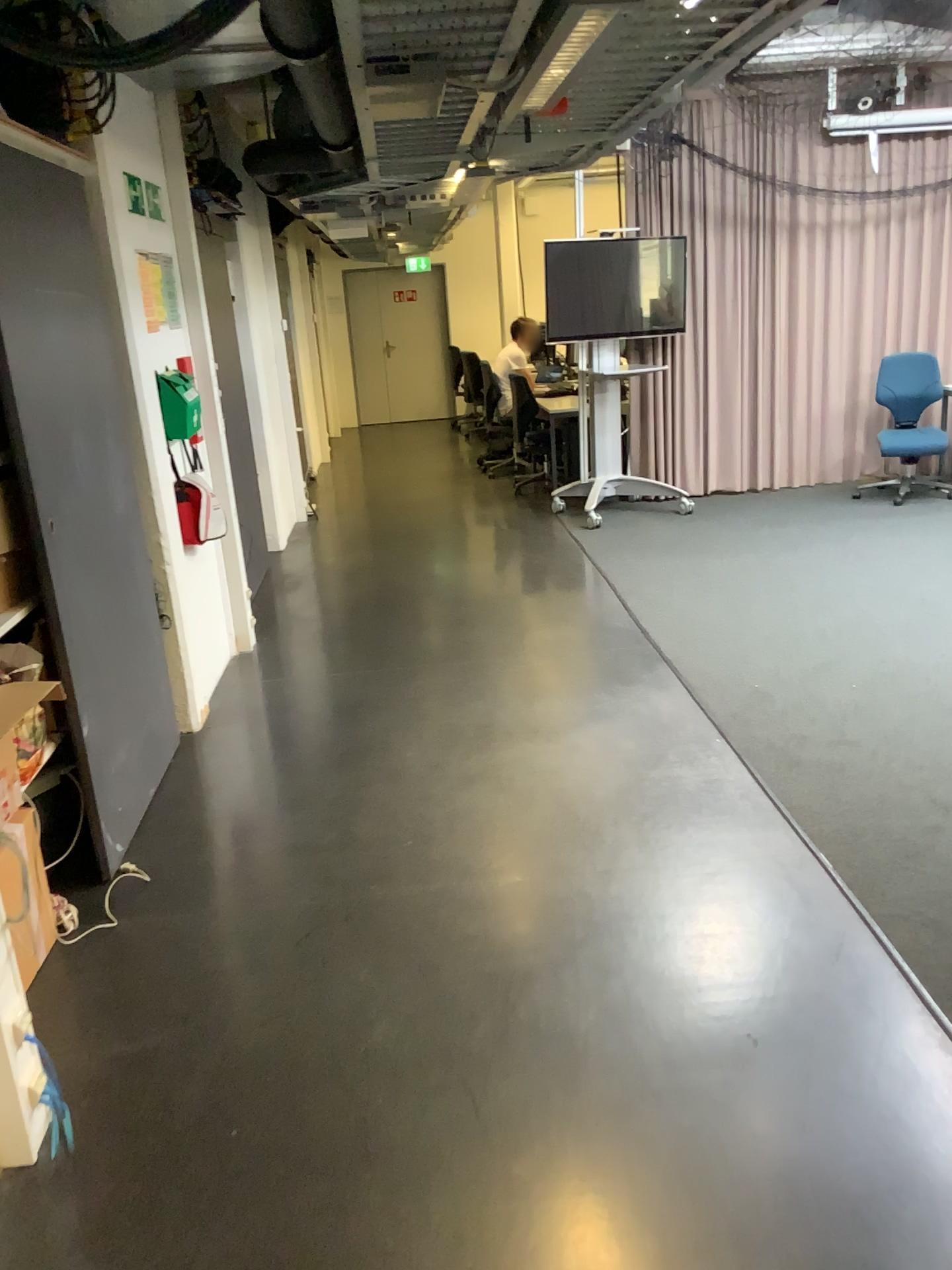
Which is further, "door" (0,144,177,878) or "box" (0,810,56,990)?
"door" (0,144,177,878)

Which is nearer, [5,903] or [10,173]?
[5,903]

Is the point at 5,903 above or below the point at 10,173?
below

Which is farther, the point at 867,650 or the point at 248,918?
the point at 867,650
